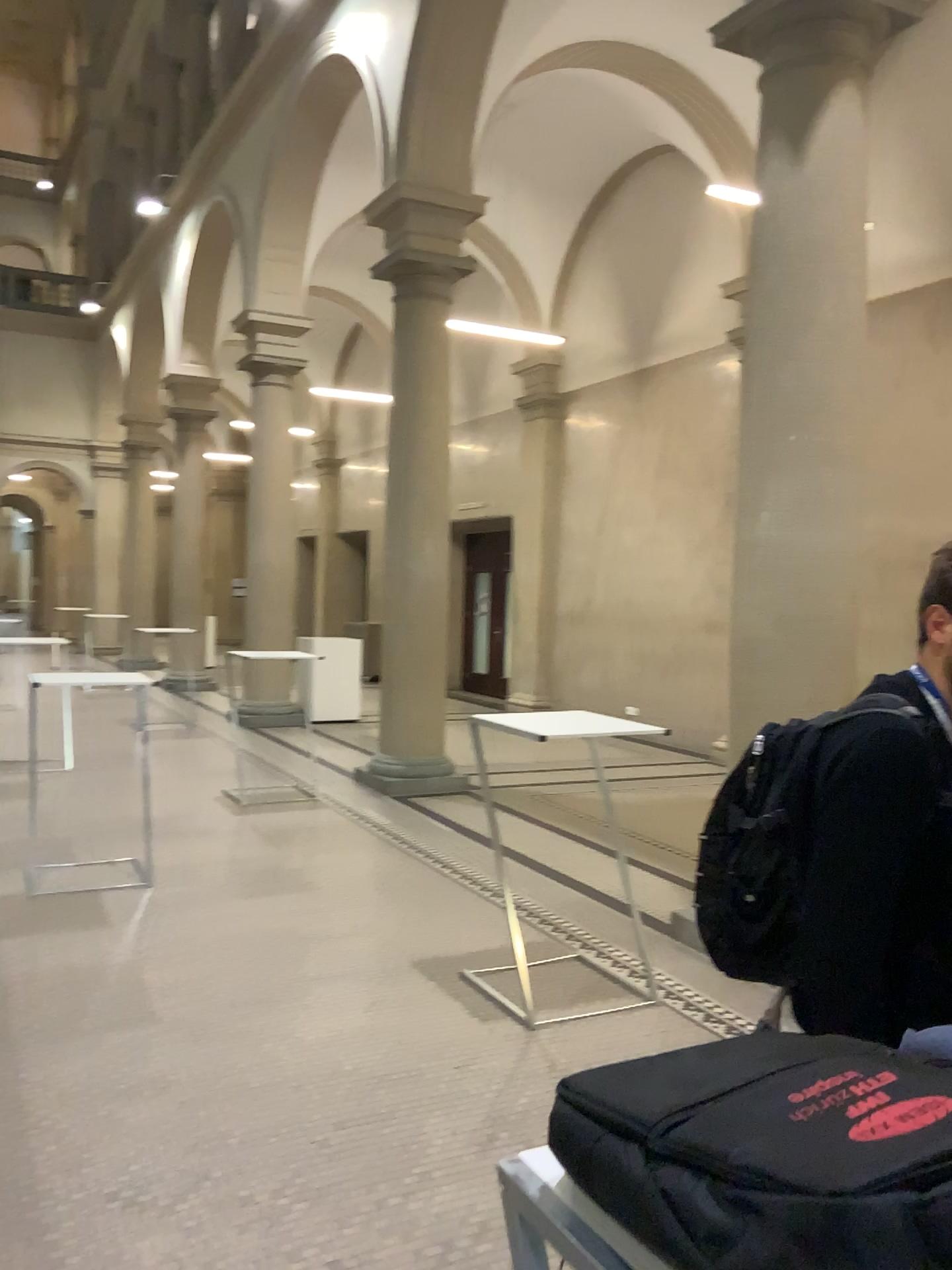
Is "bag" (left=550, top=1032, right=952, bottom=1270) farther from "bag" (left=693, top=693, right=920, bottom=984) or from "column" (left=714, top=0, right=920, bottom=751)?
"column" (left=714, top=0, right=920, bottom=751)

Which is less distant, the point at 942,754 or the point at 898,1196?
the point at 898,1196

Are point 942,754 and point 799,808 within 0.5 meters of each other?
yes

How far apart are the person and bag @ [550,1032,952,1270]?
0.6 meters

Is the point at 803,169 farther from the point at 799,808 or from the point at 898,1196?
the point at 898,1196

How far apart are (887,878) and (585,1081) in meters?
0.8 m

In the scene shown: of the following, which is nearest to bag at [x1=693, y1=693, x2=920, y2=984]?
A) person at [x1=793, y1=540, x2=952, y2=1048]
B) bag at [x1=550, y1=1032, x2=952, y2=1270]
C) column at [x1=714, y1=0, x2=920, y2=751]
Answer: person at [x1=793, y1=540, x2=952, y2=1048]

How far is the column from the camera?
4.5 meters

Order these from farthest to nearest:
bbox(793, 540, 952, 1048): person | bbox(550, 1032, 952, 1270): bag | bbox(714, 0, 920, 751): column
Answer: bbox(714, 0, 920, 751): column < bbox(793, 540, 952, 1048): person < bbox(550, 1032, 952, 1270): bag

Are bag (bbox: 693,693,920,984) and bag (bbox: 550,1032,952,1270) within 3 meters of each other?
yes
